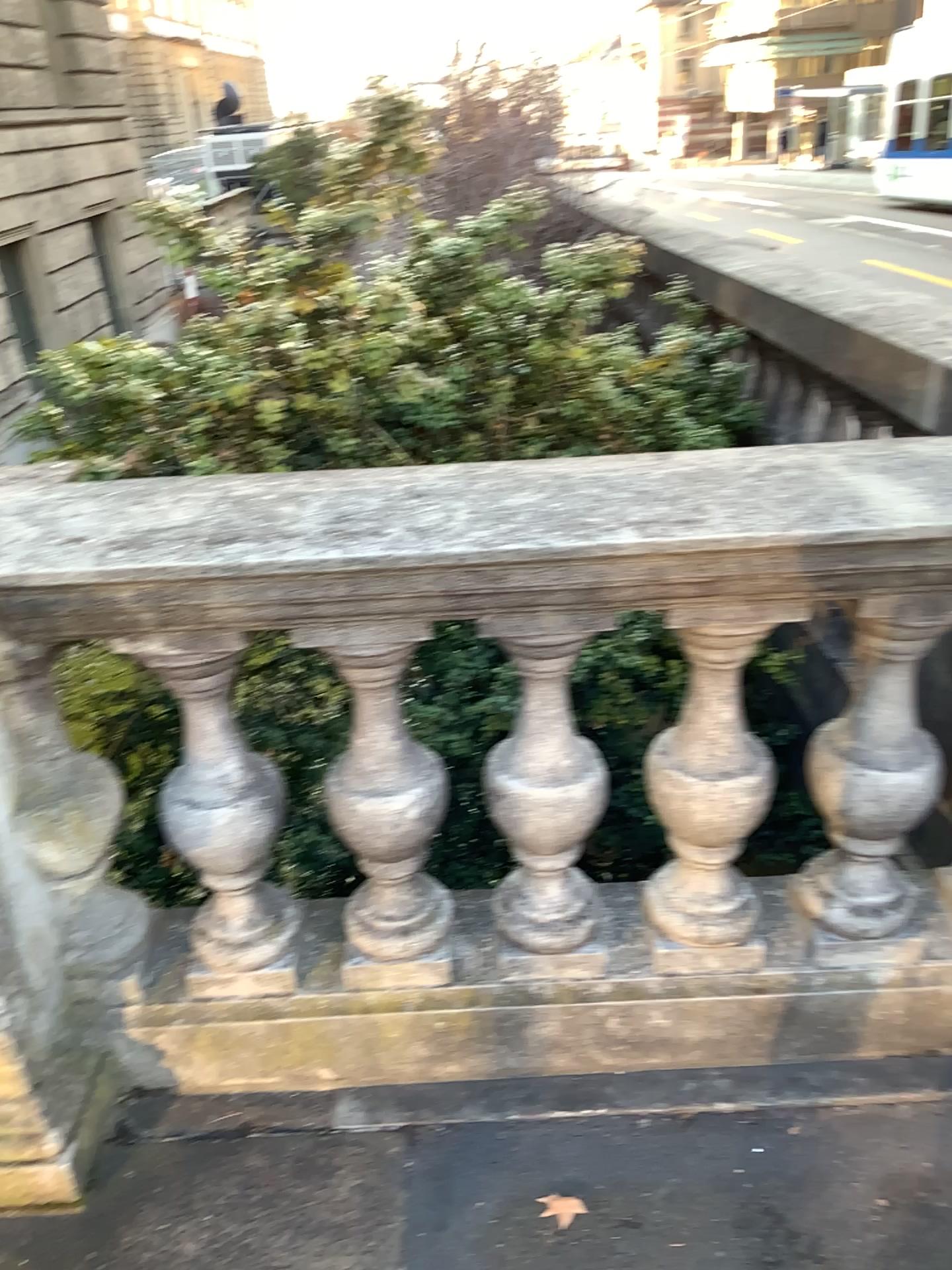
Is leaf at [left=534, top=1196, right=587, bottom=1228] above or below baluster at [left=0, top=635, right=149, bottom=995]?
below

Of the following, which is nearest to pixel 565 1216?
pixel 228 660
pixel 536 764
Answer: pixel 536 764

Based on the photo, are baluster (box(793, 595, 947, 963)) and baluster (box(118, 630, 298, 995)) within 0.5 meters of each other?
no

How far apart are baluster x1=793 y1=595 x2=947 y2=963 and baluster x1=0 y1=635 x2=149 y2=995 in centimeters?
116cm

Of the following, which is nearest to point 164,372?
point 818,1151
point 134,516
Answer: point 134,516

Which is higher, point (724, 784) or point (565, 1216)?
point (724, 784)

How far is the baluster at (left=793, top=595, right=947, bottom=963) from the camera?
1.7 meters

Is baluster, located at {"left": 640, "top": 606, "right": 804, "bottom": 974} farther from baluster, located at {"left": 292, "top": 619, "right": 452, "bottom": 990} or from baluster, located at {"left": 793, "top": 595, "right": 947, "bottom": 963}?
baluster, located at {"left": 292, "top": 619, "right": 452, "bottom": 990}

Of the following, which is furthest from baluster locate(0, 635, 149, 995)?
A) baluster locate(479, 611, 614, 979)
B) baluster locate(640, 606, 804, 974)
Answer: baluster locate(640, 606, 804, 974)

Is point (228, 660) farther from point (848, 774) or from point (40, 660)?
point (848, 774)
